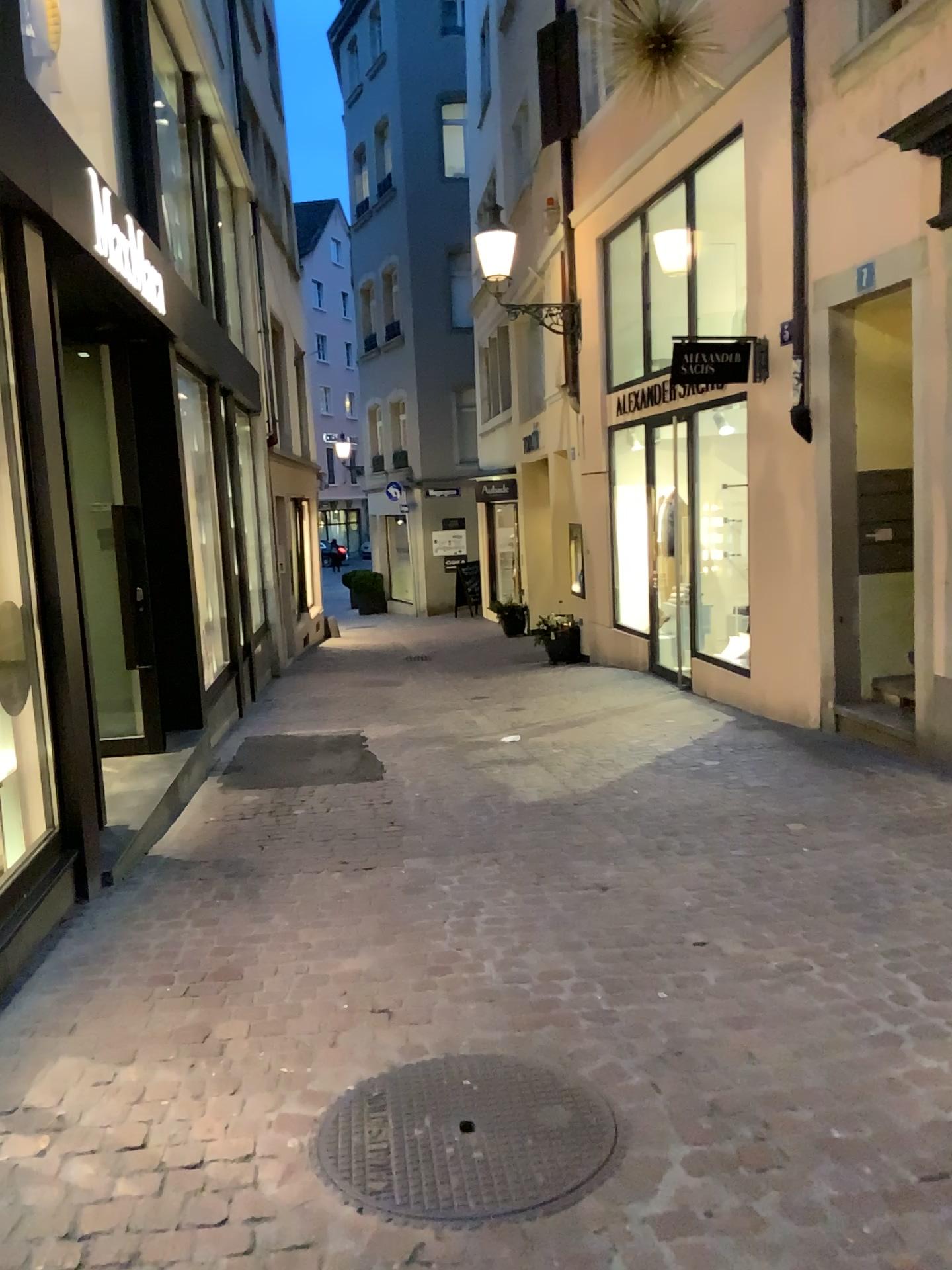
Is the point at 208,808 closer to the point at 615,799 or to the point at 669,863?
the point at 615,799
